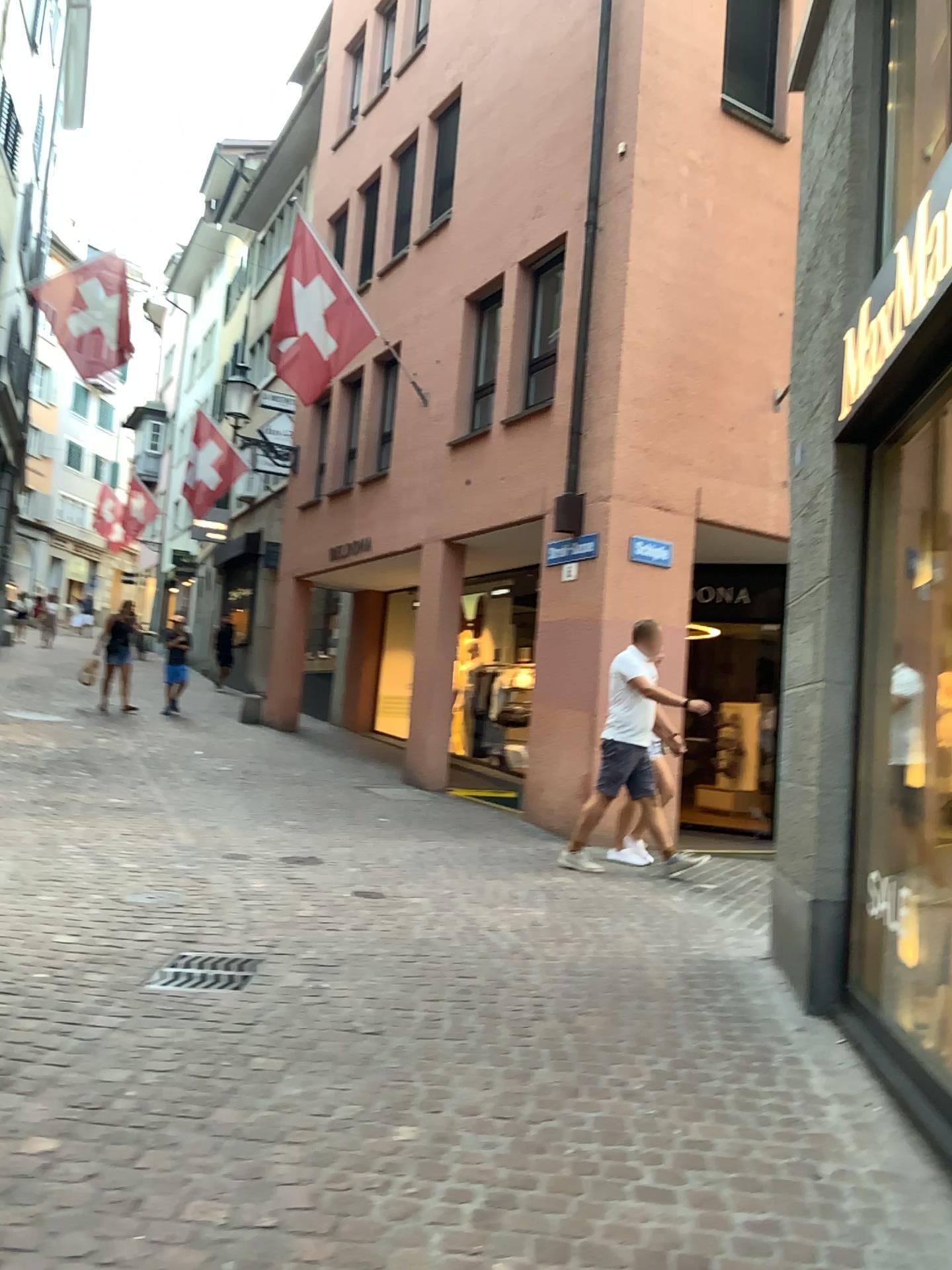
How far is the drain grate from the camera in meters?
4.0

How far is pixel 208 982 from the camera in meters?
4.0 m

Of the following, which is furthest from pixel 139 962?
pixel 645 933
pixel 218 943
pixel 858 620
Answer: pixel 858 620
